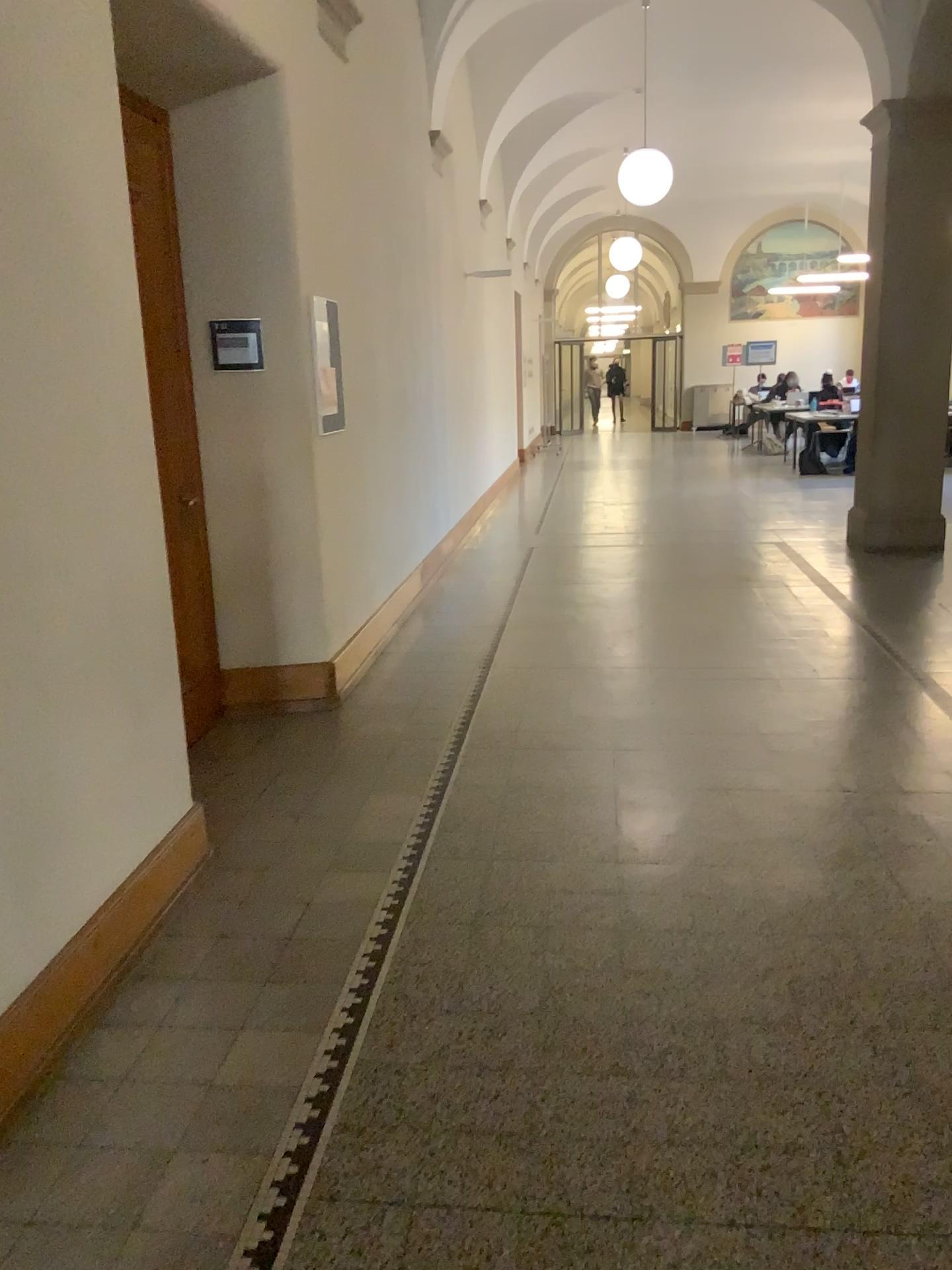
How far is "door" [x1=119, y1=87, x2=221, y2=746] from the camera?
4.2 meters

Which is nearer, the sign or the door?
the door

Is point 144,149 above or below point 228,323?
above

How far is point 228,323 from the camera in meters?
4.5

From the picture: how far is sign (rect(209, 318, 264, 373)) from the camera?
4.47m

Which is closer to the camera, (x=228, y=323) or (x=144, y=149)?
(x=144, y=149)

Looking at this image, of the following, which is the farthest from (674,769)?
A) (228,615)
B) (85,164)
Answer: (85,164)
